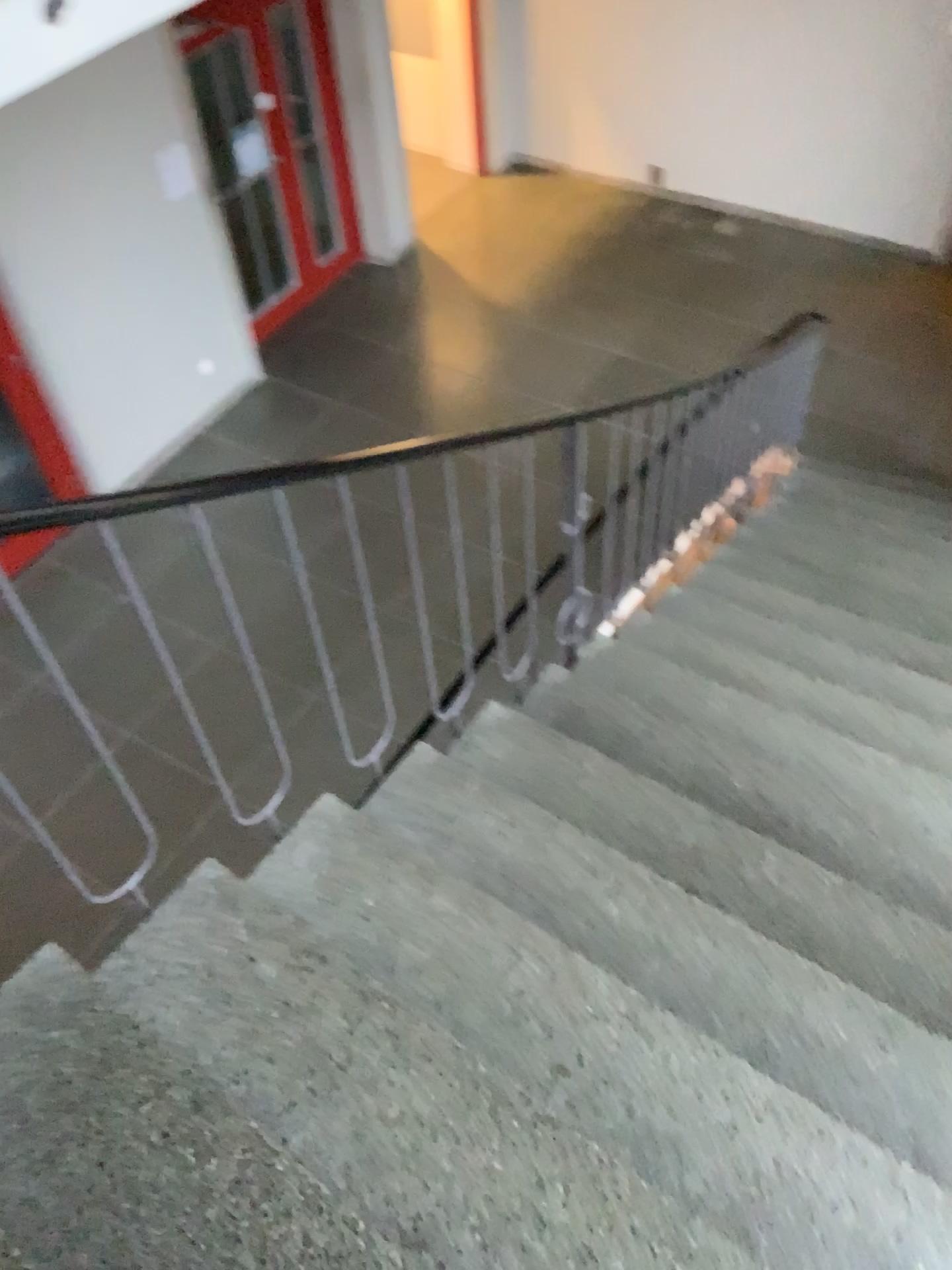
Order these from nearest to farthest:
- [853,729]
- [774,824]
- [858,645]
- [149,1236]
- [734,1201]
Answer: [149,1236] → [734,1201] → [774,824] → [853,729] → [858,645]

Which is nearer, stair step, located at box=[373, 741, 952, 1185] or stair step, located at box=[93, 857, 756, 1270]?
stair step, located at box=[93, 857, 756, 1270]

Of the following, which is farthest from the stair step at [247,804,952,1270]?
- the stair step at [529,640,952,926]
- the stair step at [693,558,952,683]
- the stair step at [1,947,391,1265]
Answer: the stair step at [693,558,952,683]

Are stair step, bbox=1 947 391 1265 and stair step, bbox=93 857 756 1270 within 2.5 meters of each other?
yes

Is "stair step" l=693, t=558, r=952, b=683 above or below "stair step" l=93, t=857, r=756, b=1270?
below

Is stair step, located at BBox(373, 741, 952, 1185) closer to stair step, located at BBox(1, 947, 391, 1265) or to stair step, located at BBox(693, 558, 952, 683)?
stair step, located at BBox(1, 947, 391, 1265)

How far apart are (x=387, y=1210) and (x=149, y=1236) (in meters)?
0.33

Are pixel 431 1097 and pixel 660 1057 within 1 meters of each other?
yes

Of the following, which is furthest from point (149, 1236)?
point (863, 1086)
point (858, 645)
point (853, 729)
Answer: point (858, 645)

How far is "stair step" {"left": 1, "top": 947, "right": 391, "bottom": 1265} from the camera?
1.40m
